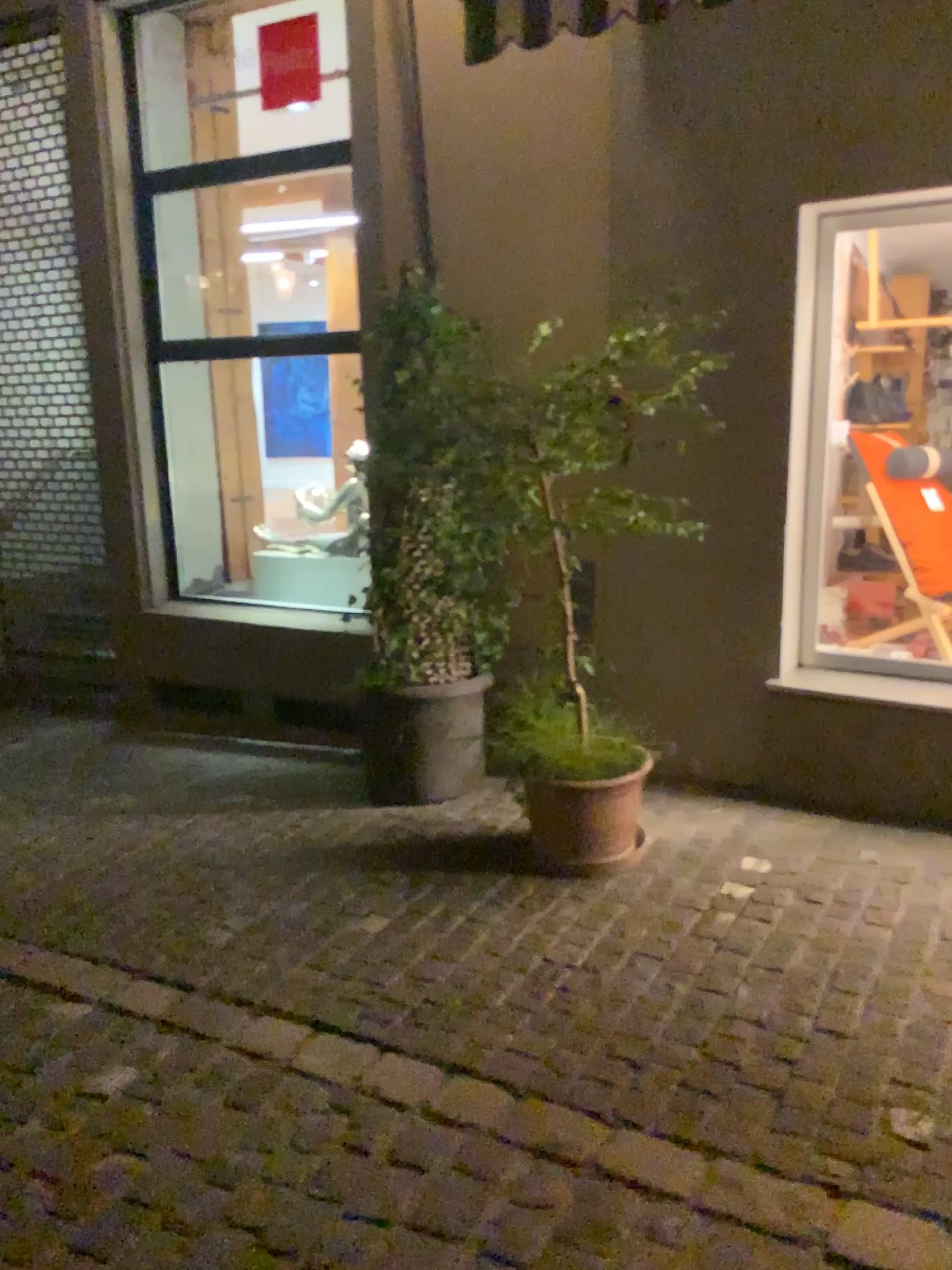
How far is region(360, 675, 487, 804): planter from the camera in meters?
4.2

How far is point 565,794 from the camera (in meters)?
3.46

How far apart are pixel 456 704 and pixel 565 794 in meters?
0.8

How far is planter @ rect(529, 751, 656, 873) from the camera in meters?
3.5

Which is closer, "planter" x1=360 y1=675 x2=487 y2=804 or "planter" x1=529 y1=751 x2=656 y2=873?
"planter" x1=529 y1=751 x2=656 y2=873

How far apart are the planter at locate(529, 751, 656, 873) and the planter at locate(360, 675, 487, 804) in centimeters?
61cm

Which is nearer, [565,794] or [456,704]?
[565,794]

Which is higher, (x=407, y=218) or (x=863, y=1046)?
(x=407, y=218)
